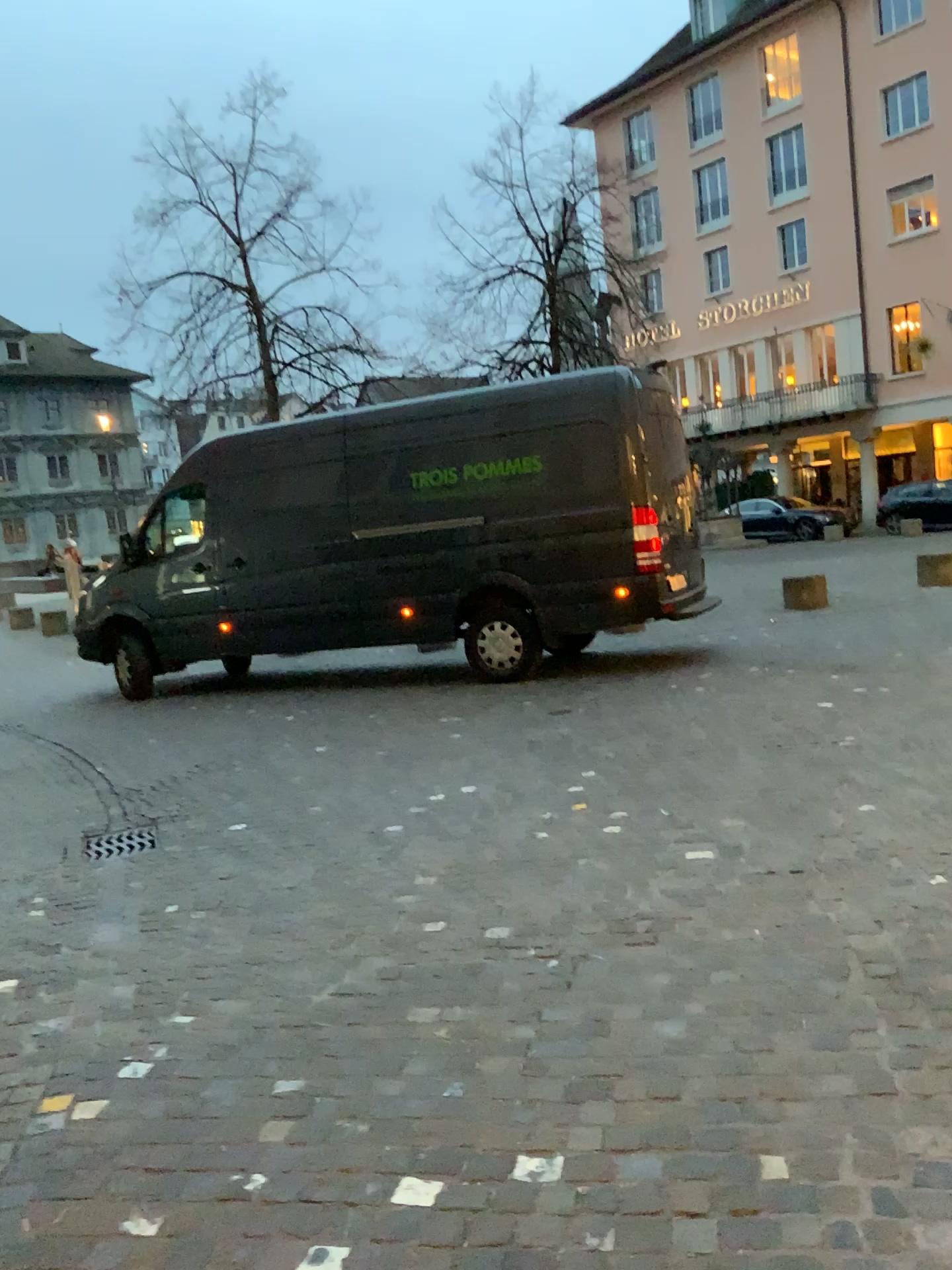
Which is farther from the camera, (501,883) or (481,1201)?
(501,883)
